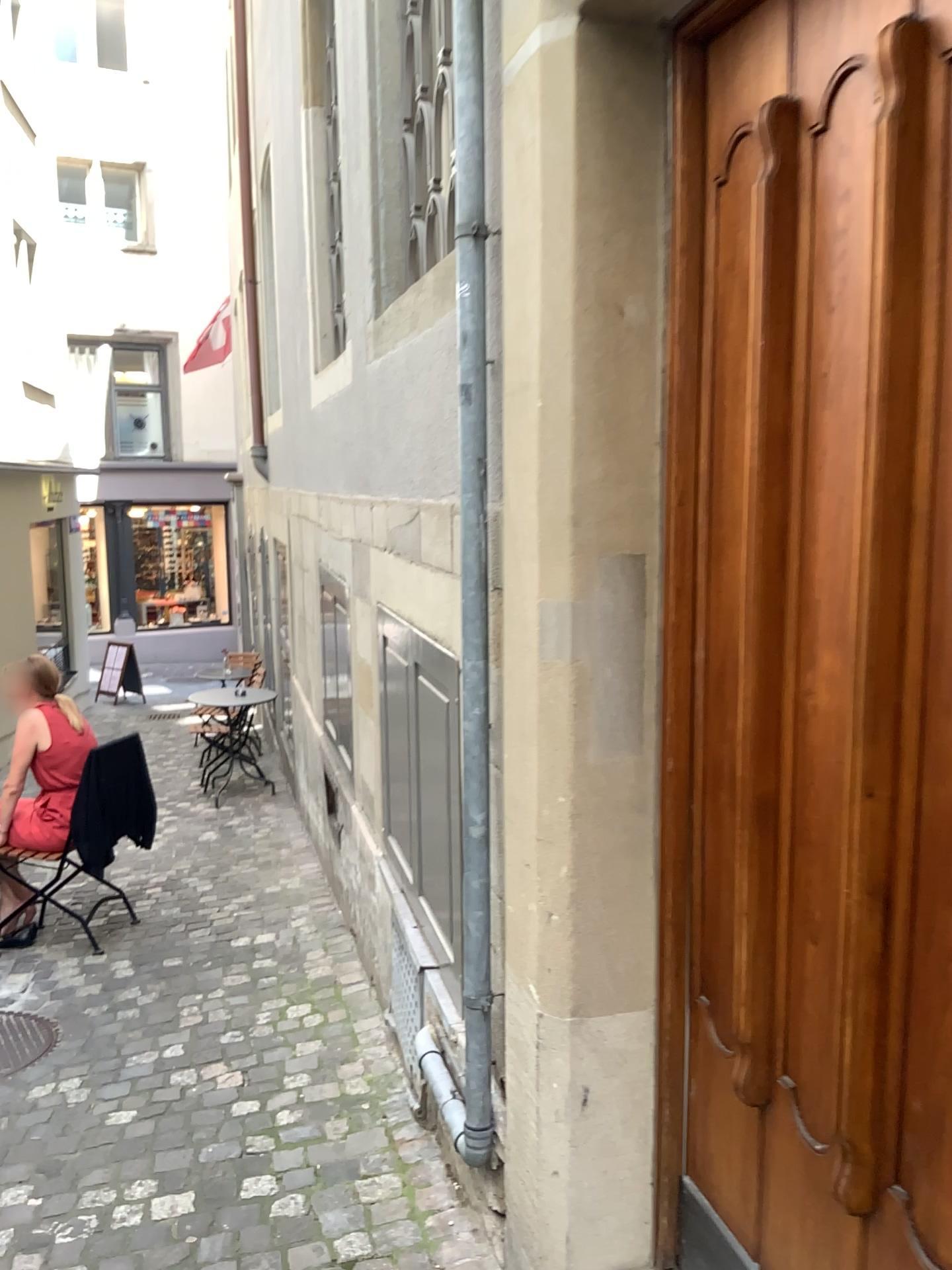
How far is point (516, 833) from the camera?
1.86m

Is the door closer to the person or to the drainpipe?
the drainpipe

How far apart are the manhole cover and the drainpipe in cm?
180

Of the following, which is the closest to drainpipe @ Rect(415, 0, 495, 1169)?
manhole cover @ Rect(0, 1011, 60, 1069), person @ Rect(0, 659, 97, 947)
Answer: manhole cover @ Rect(0, 1011, 60, 1069)

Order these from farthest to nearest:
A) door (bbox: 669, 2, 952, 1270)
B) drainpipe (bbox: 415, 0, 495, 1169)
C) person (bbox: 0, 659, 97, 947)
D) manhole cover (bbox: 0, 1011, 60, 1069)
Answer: person (bbox: 0, 659, 97, 947) < manhole cover (bbox: 0, 1011, 60, 1069) < drainpipe (bbox: 415, 0, 495, 1169) < door (bbox: 669, 2, 952, 1270)

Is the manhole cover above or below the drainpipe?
below

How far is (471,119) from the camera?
1.9 meters

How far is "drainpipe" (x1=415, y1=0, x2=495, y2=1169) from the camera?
1.95m

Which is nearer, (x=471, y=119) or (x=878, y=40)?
(x=878, y=40)

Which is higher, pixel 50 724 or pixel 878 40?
pixel 878 40
